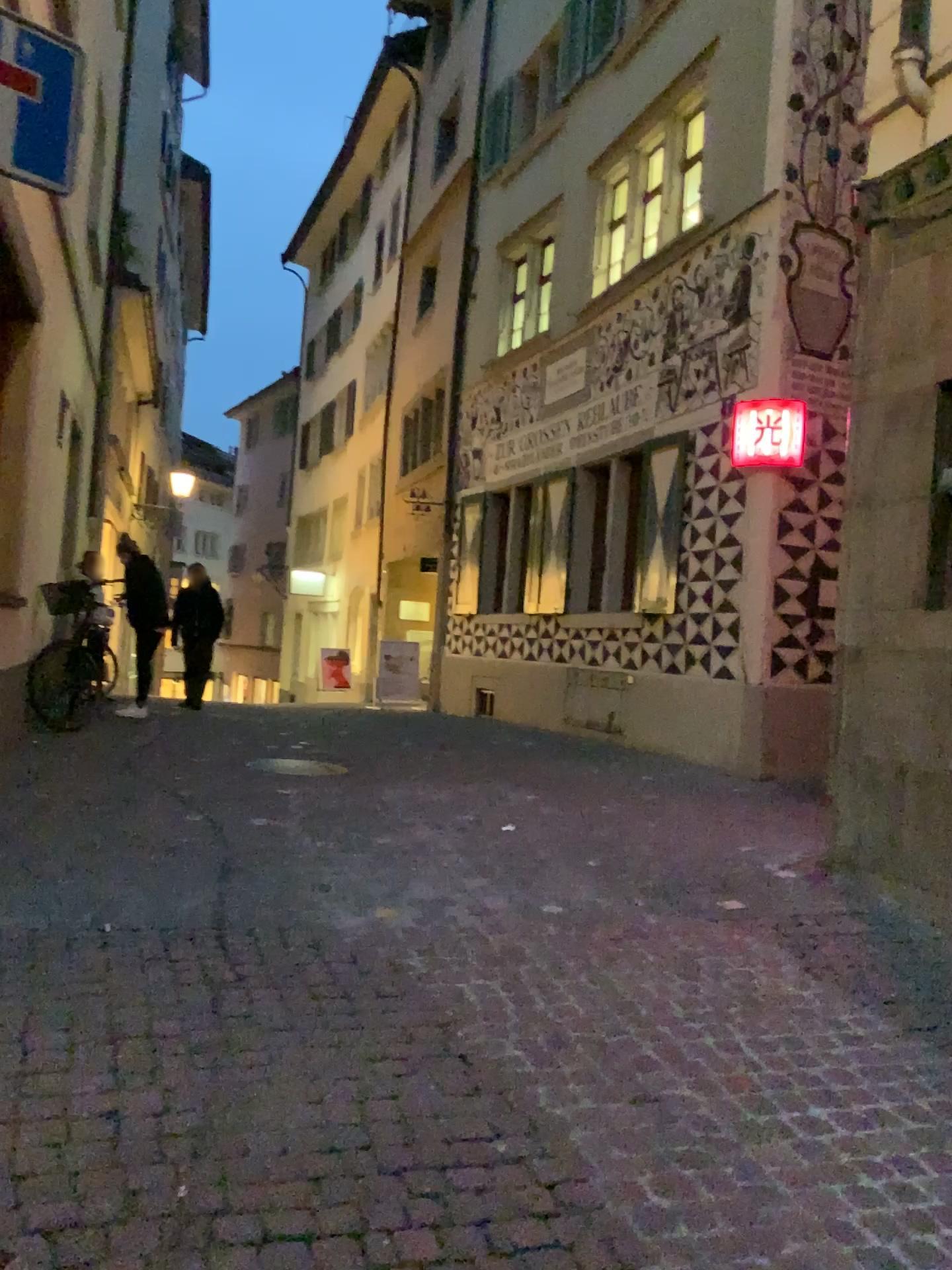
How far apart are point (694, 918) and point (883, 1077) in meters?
1.4 m
